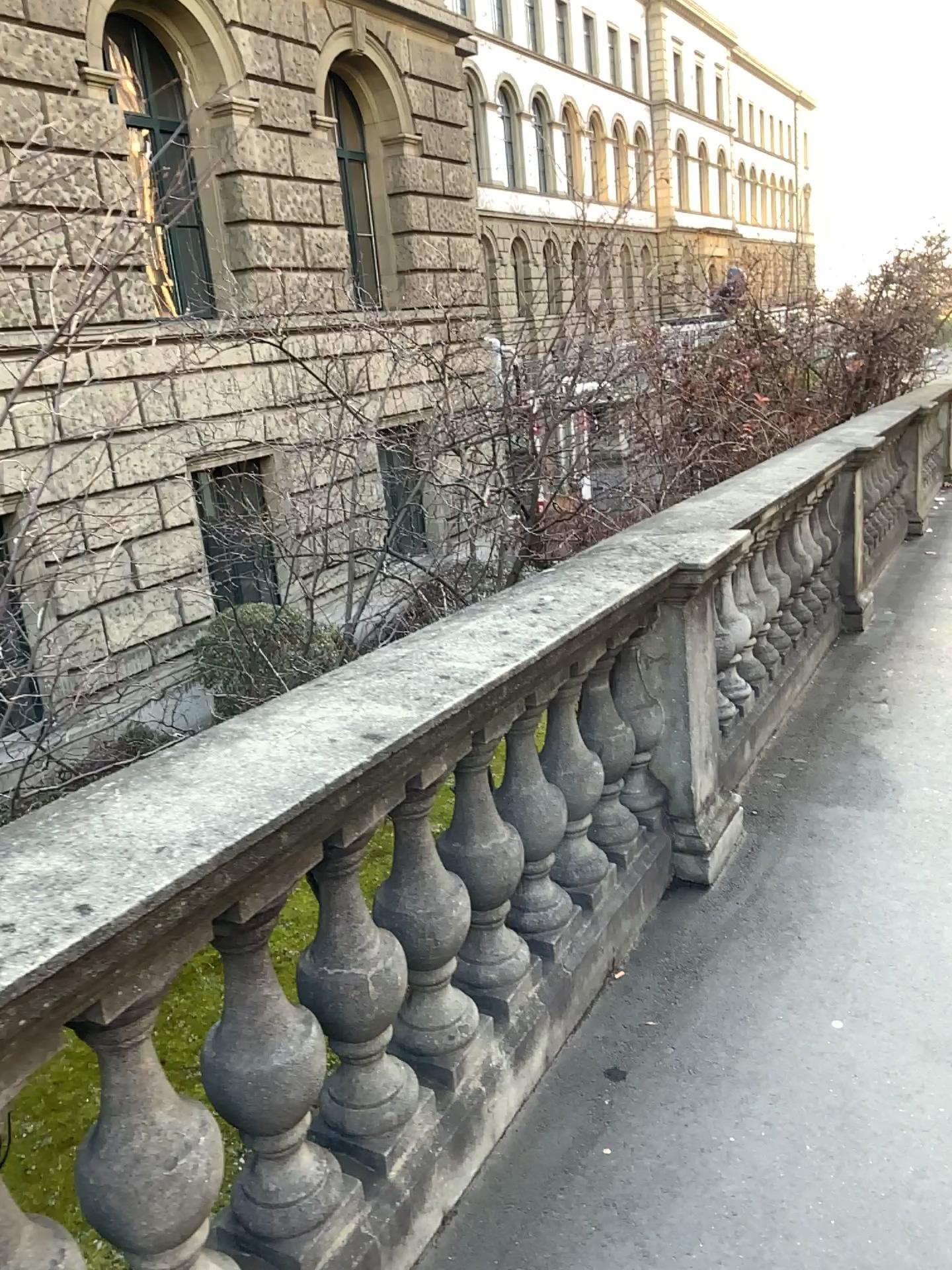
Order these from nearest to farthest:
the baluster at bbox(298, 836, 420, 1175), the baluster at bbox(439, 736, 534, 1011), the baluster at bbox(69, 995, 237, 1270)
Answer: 1. the baluster at bbox(69, 995, 237, 1270)
2. the baluster at bbox(298, 836, 420, 1175)
3. the baluster at bbox(439, 736, 534, 1011)

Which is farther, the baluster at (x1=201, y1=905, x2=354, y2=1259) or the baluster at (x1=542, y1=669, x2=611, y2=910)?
the baluster at (x1=542, y1=669, x2=611, y2=910)

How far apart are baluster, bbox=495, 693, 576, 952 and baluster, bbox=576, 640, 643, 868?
0.3m

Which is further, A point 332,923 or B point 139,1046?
A point 332,923

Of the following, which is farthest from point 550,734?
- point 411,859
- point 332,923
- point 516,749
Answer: point 332,923

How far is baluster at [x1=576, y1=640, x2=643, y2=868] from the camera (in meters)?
2.87

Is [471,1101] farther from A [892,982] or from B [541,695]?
A [892,982]

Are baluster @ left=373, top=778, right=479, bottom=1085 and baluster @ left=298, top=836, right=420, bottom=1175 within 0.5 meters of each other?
yes

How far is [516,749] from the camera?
2.4 meters

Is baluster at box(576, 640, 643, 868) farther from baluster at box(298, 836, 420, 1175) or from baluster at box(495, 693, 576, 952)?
baluster at box(298, 836, 420, 1175)
